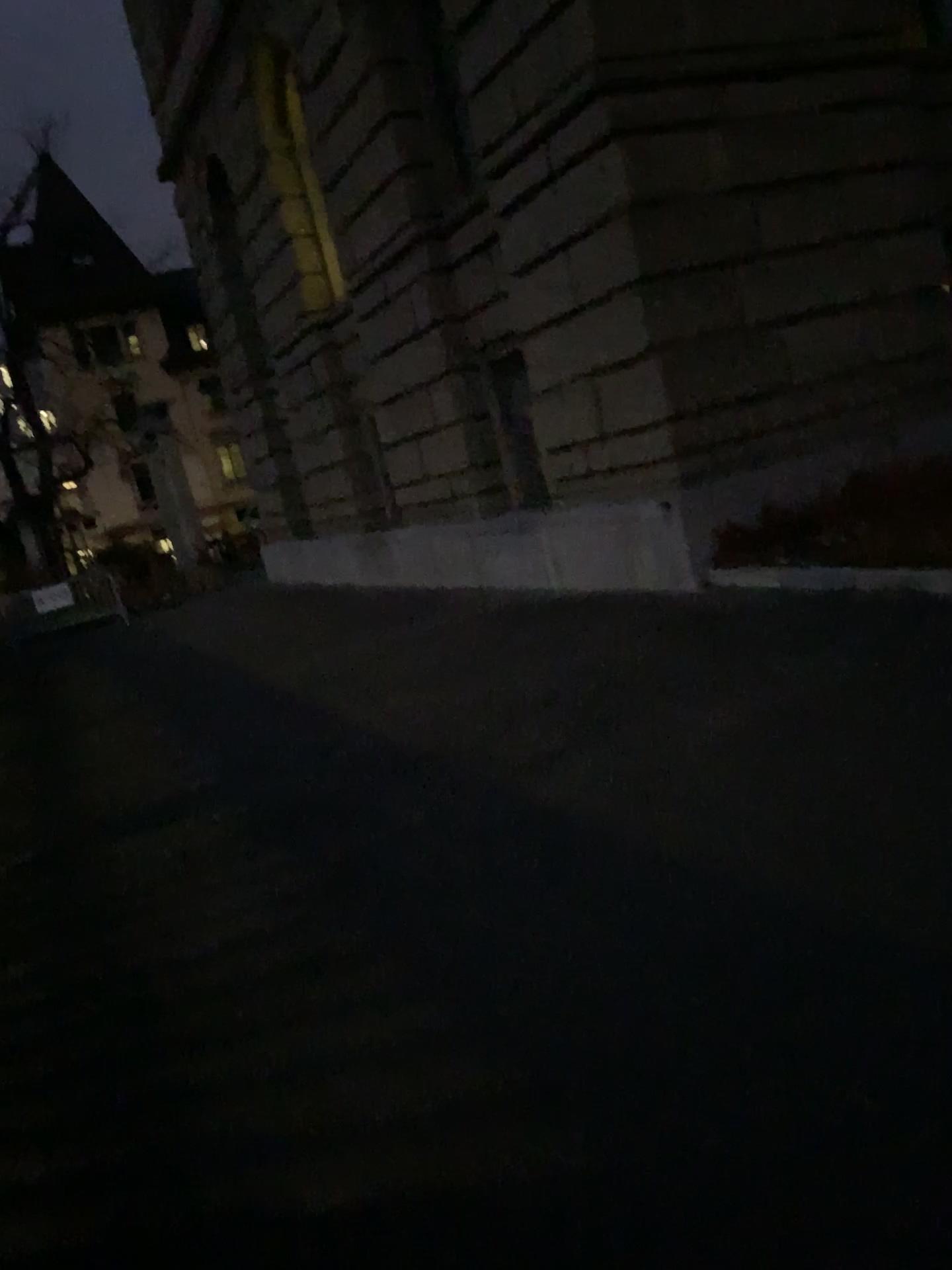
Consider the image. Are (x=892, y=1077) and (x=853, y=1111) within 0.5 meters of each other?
yes
